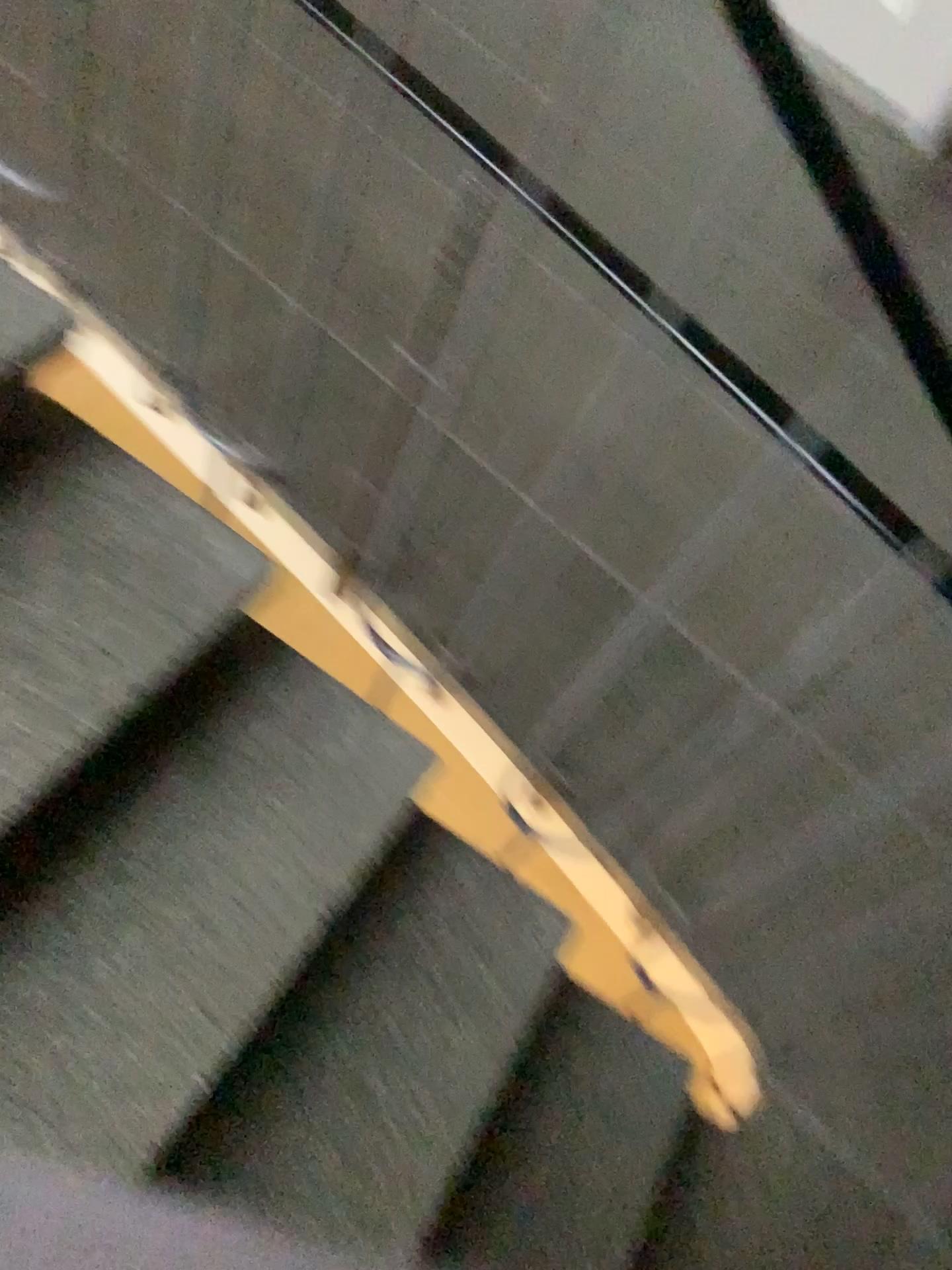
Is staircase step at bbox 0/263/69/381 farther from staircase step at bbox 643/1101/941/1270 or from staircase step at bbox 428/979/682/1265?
staircase step at bbox 643/1101/941/1270

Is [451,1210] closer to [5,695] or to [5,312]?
[5,695]

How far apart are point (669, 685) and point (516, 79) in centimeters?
222cm

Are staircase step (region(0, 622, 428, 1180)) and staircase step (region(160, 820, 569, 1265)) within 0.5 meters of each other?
yes

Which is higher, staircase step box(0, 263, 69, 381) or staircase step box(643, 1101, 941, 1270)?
staircase step box(0, 263, 69, 381)

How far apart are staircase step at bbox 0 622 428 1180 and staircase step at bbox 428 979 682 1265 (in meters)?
0.39

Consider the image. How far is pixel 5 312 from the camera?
1.14m

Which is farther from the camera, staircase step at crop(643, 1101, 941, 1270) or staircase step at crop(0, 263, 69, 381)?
staircase step at crop(643, 1101, 941, 1270)

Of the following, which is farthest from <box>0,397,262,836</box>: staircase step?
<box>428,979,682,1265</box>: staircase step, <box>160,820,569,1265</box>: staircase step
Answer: <box>428,979,682,1265</box>: staircase step

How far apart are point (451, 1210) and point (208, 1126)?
0.38m
